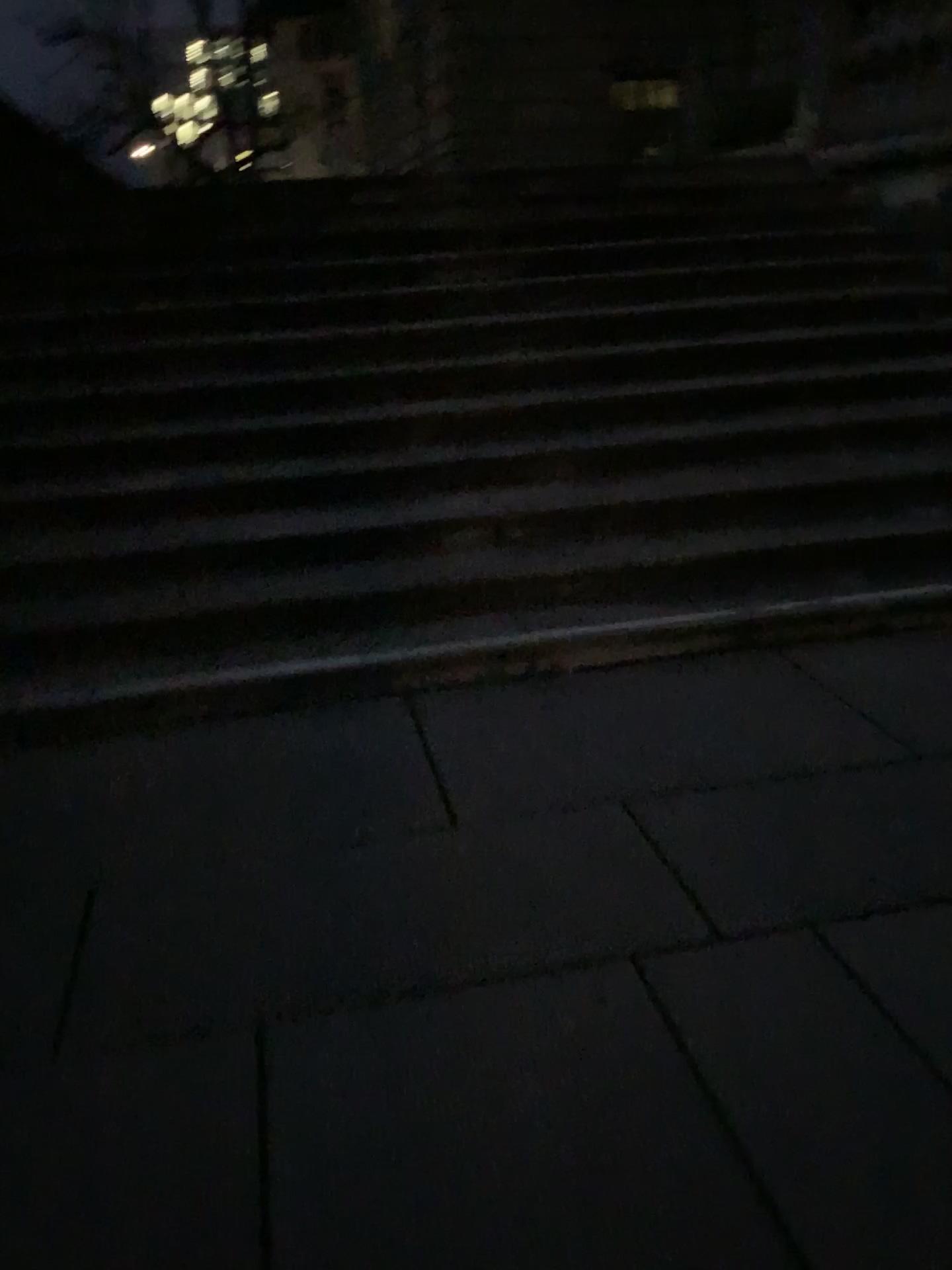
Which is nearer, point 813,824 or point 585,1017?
point 585,1017
